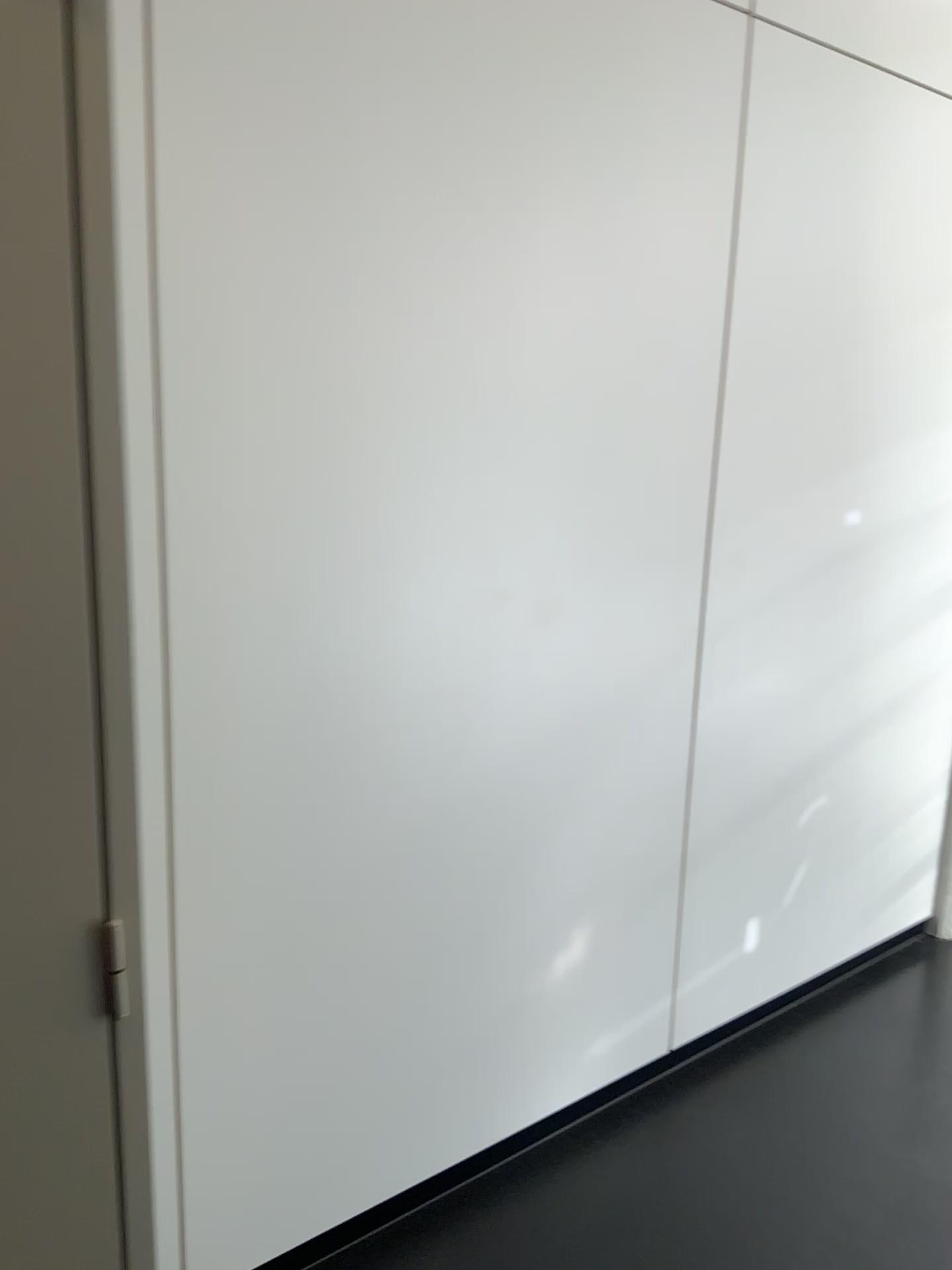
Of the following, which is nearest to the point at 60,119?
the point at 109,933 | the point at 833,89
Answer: the point at 109,933

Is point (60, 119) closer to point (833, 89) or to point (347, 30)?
point (347, 30)

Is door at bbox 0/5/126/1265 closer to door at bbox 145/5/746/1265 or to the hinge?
the hinge

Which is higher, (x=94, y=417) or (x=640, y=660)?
(x=94, y=417)

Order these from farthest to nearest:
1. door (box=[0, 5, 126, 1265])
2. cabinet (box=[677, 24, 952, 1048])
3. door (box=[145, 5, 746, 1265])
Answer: cabinet (box=[677, 24, 952, 1048]), door (box=[145, 5, 746, 1265]), door (box=[0, 5, 126, 1265])

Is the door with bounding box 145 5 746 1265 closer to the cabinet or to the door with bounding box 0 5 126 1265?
the cabinet

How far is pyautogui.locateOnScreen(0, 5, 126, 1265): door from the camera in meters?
0.8

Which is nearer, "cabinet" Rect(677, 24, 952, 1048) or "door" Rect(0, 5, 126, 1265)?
"door" Rect(0, 5, 126, 1265)

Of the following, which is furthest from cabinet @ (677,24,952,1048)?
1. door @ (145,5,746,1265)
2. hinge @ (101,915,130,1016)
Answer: hinge @ (101,915,130,1016)

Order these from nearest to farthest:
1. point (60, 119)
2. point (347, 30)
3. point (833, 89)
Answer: point (60, 119)
point (347, 30)
point (833, 89)
